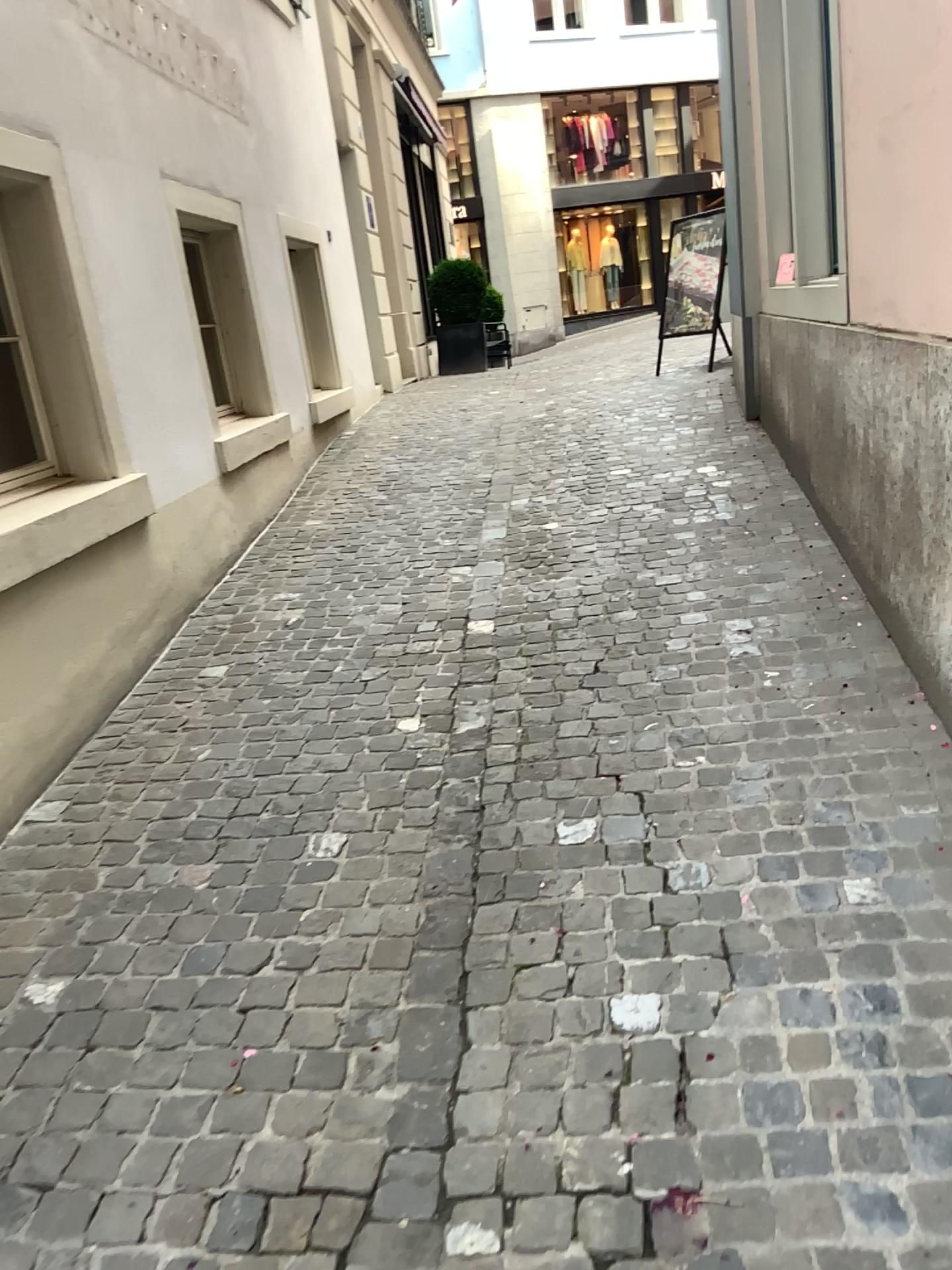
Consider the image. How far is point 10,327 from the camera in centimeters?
378cm

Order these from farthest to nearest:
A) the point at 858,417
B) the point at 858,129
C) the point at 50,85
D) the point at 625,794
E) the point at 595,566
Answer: the point at 595,566 < the point at 50,85 < the point at 858,417 < the point at 858,129 < the point at 625,794

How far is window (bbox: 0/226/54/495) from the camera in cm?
378
